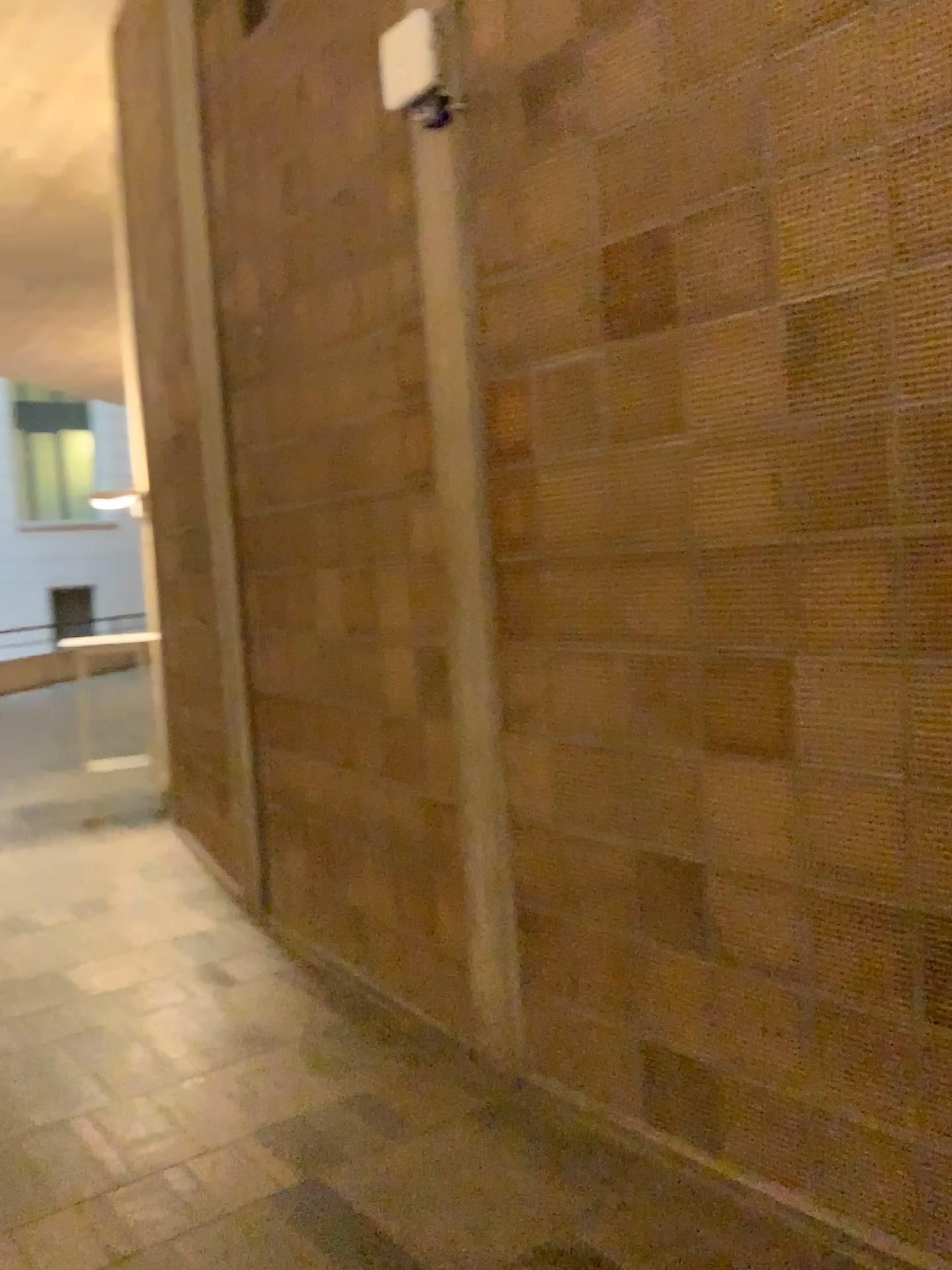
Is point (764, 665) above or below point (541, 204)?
below
